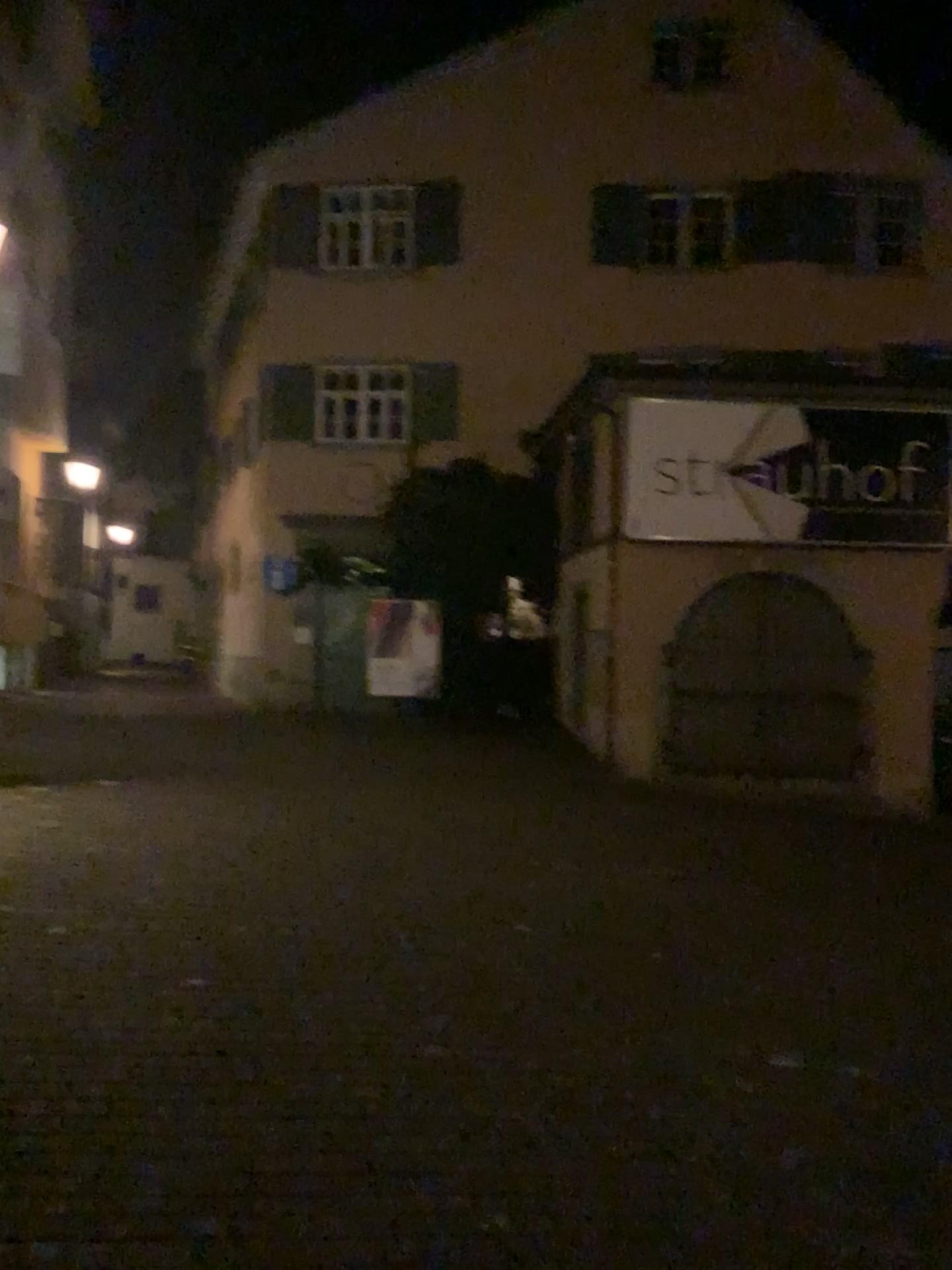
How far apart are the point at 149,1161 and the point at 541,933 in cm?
281
